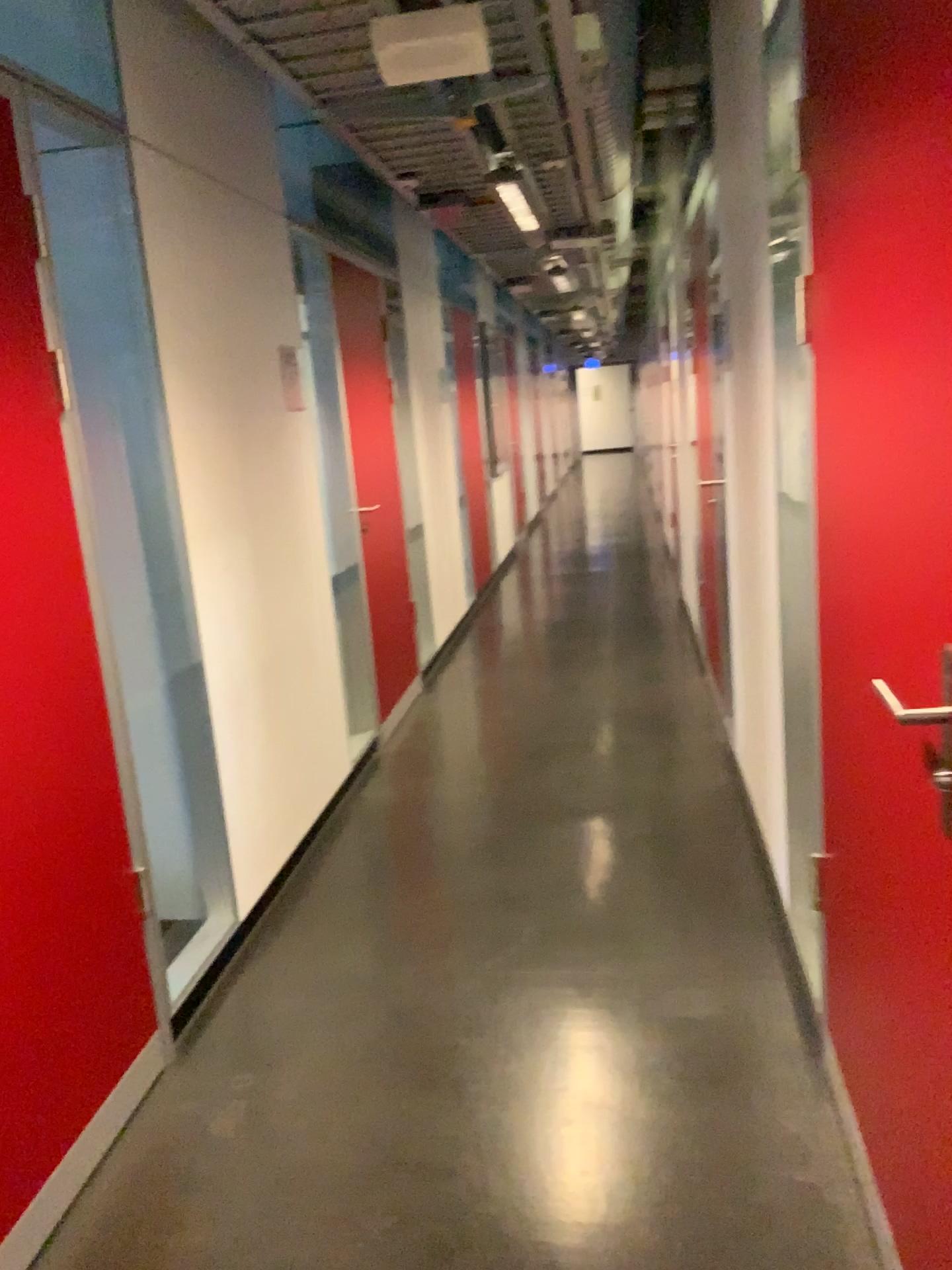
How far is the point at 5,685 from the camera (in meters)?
1.92

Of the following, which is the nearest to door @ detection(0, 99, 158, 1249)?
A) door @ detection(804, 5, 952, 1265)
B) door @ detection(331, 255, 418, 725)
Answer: door @ detection(804, 5, 952, 1265)

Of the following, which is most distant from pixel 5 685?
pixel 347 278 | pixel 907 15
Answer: pixel 347 278

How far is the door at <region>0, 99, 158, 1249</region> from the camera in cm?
192

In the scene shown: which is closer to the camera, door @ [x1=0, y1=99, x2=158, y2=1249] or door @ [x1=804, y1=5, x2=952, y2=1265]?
door @ [x1=804, y1=5, x2=952, y2=1265]

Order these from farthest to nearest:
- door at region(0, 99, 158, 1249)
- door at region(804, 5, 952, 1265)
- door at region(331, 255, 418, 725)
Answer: door at region(331, 255, 418, 725) < door at region(0, 99, 158, 1249) < door at region(804, 5, 952, 1265)

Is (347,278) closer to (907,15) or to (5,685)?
(5,685)

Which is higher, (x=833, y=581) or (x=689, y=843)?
(x=833, y=581)

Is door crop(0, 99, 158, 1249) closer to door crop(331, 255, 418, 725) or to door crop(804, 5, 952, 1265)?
door crop(804, 5, 952, 1265)
